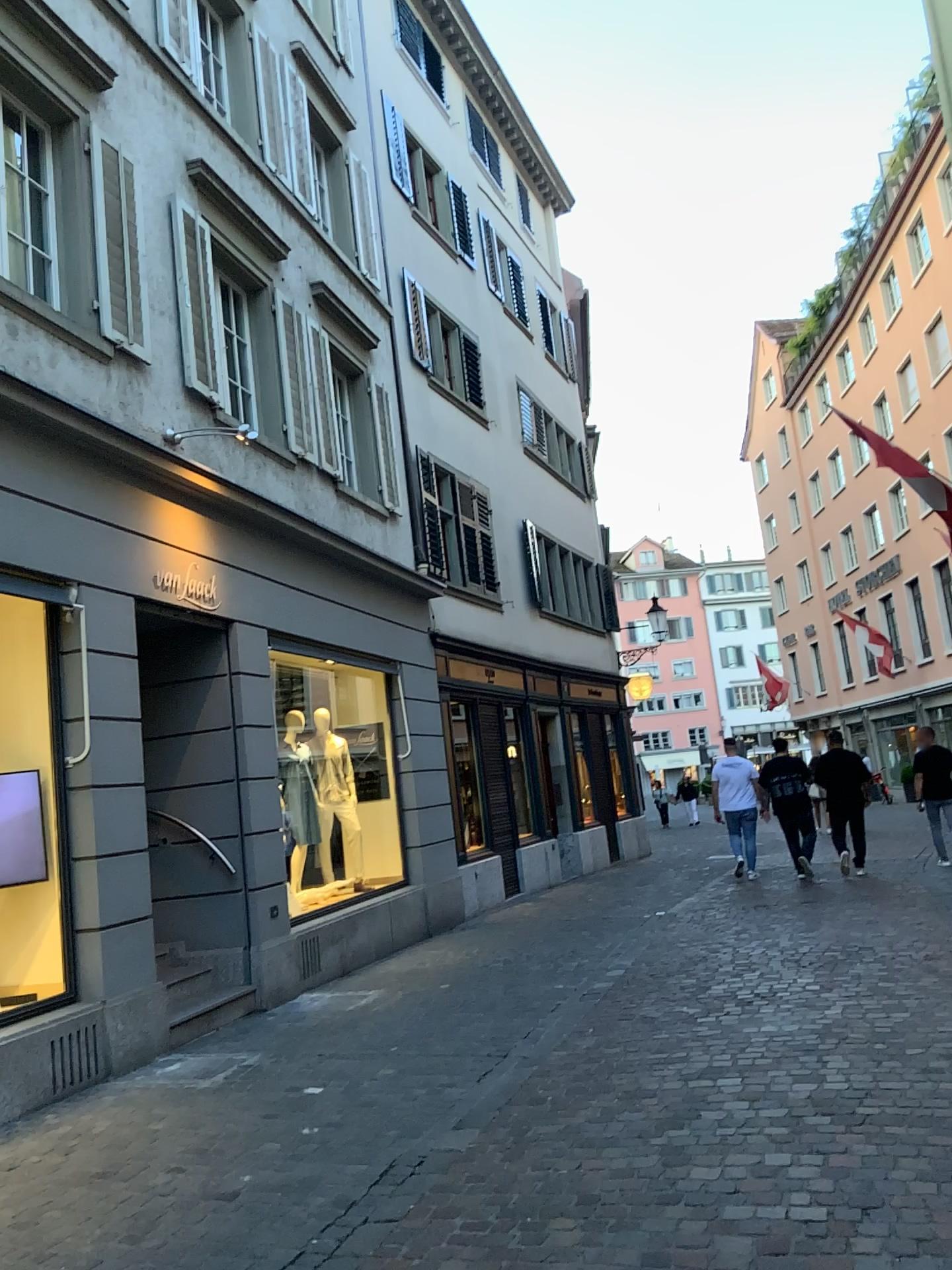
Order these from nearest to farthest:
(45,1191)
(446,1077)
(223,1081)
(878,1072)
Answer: (45,1191) → (878,1072) → (446,1077) → (223,1081)
